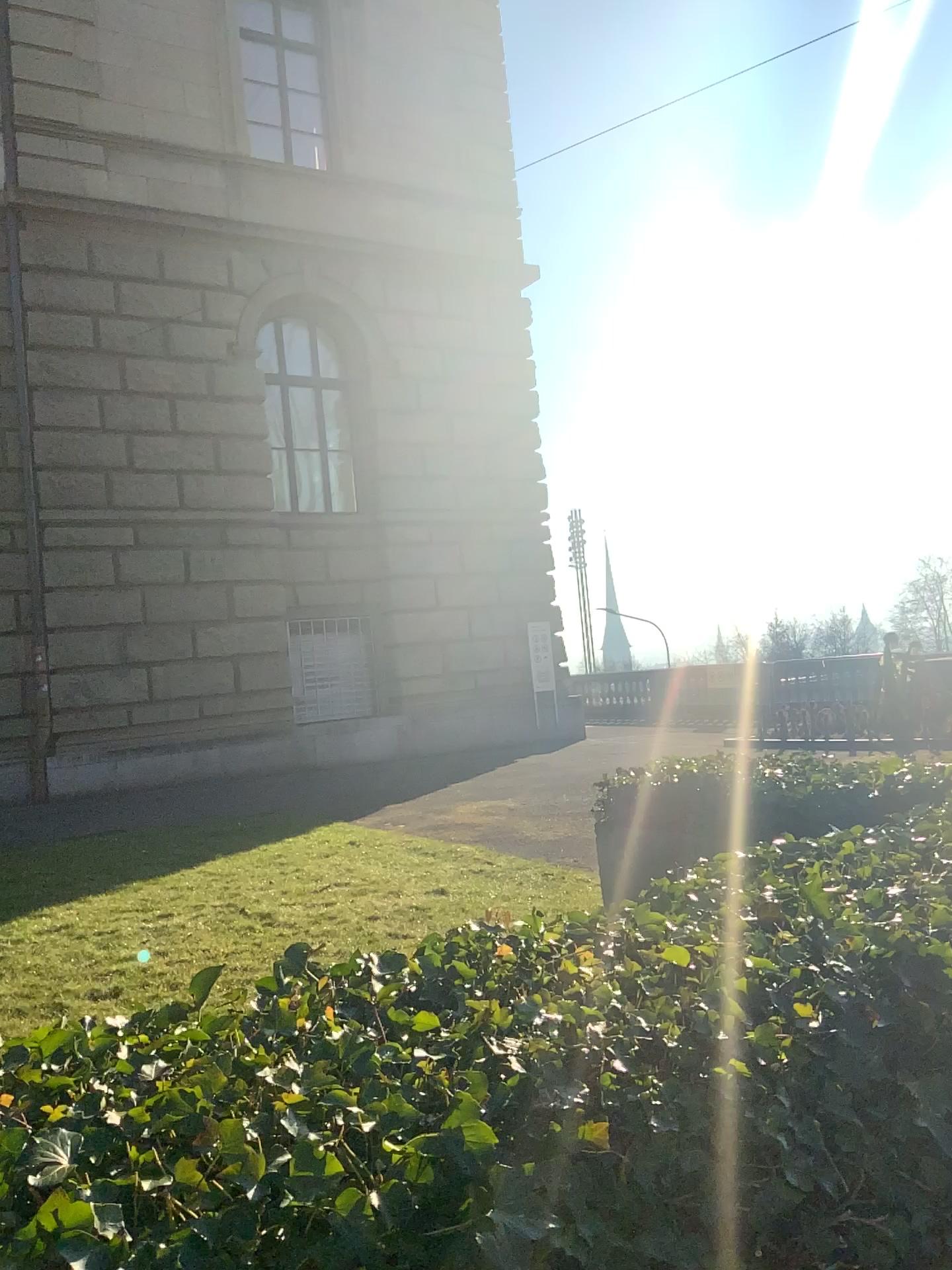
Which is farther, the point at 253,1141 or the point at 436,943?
the point at 436,943
